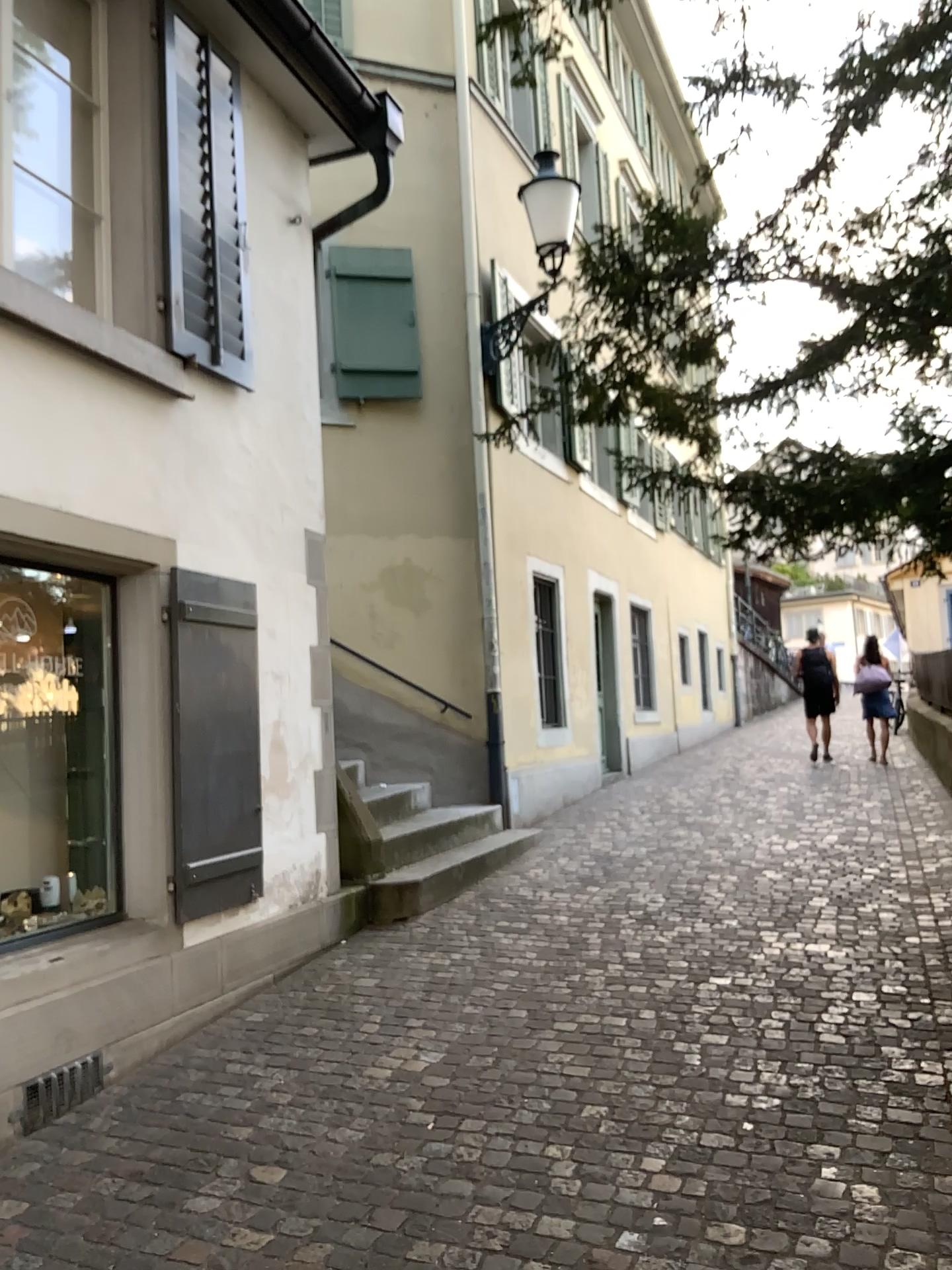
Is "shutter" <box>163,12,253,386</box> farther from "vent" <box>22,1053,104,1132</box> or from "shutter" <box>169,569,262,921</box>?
"vent" <box>22,1053,104,1132</box>

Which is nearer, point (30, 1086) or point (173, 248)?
point (30, 1086)

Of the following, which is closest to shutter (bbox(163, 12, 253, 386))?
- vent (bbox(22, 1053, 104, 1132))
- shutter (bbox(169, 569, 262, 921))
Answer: shutter (bbox(169, 569, 262, 921))

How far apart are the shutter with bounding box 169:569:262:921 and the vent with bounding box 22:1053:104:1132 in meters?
0.7 m

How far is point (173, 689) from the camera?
4.4m

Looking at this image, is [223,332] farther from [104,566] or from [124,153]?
[104,566]

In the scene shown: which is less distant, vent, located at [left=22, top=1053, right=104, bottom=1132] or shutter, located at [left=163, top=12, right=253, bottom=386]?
vent, located at [left=22, top=1053, right=104, bottom=1132]

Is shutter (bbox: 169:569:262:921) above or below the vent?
above

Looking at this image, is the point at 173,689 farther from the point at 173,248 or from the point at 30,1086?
the point at 173,248

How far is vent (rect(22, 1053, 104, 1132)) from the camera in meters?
3.4 m
